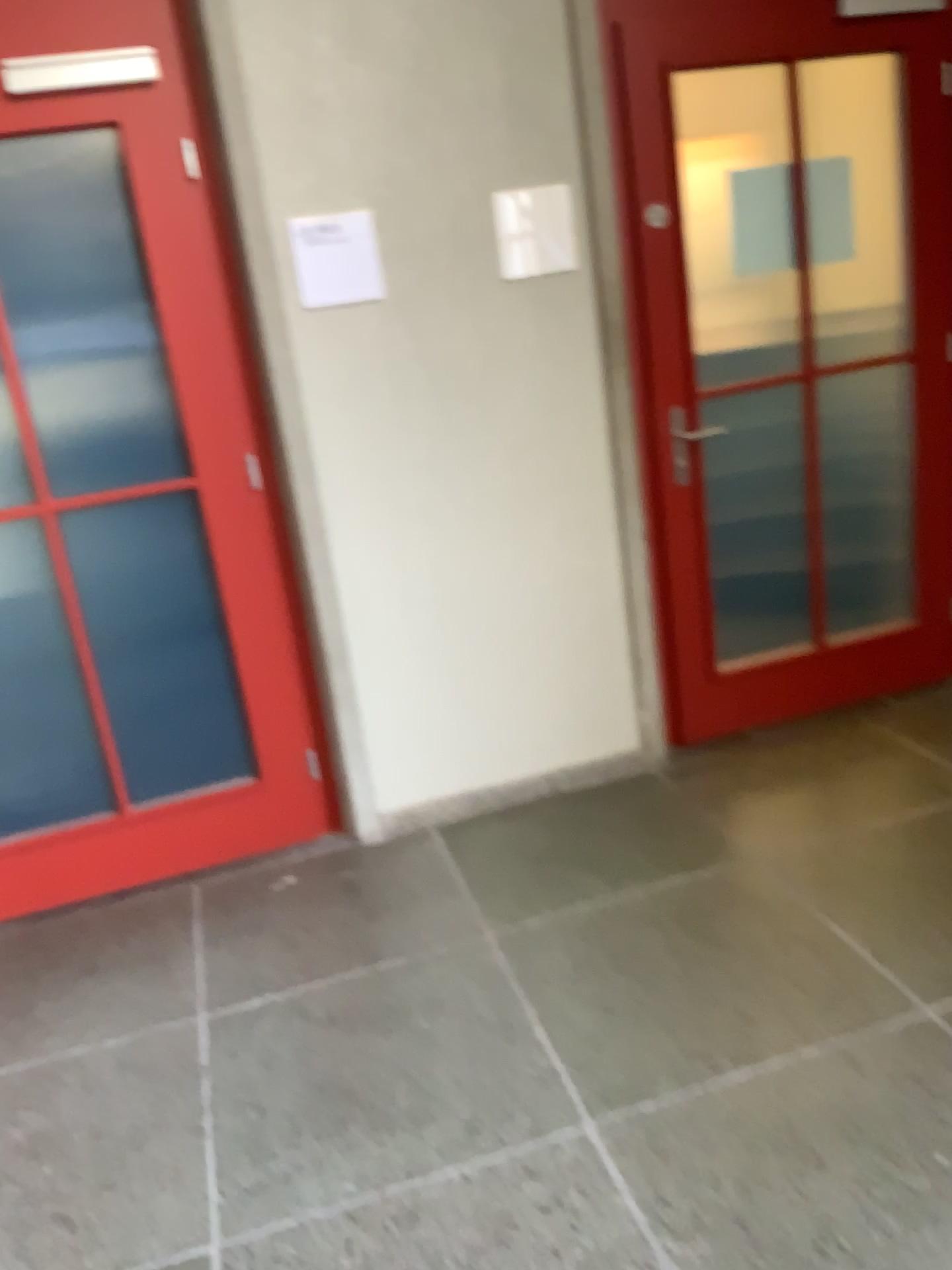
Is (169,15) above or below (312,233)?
above

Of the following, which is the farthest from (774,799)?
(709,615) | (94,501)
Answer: (94,501)

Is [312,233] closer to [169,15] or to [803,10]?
[169,15]

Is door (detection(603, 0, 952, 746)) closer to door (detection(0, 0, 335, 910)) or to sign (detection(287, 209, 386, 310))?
sign (detection(287, 209, 386, 310))

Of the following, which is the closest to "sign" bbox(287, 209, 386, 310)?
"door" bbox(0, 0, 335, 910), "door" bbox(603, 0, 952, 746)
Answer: "door" bbox(0, 0, 335, 910)

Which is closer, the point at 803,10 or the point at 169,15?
the point at 169,15

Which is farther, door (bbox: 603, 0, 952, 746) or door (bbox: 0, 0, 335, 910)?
door (bbox: 603, 0, 952, 746)

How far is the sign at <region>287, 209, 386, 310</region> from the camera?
2.7m
